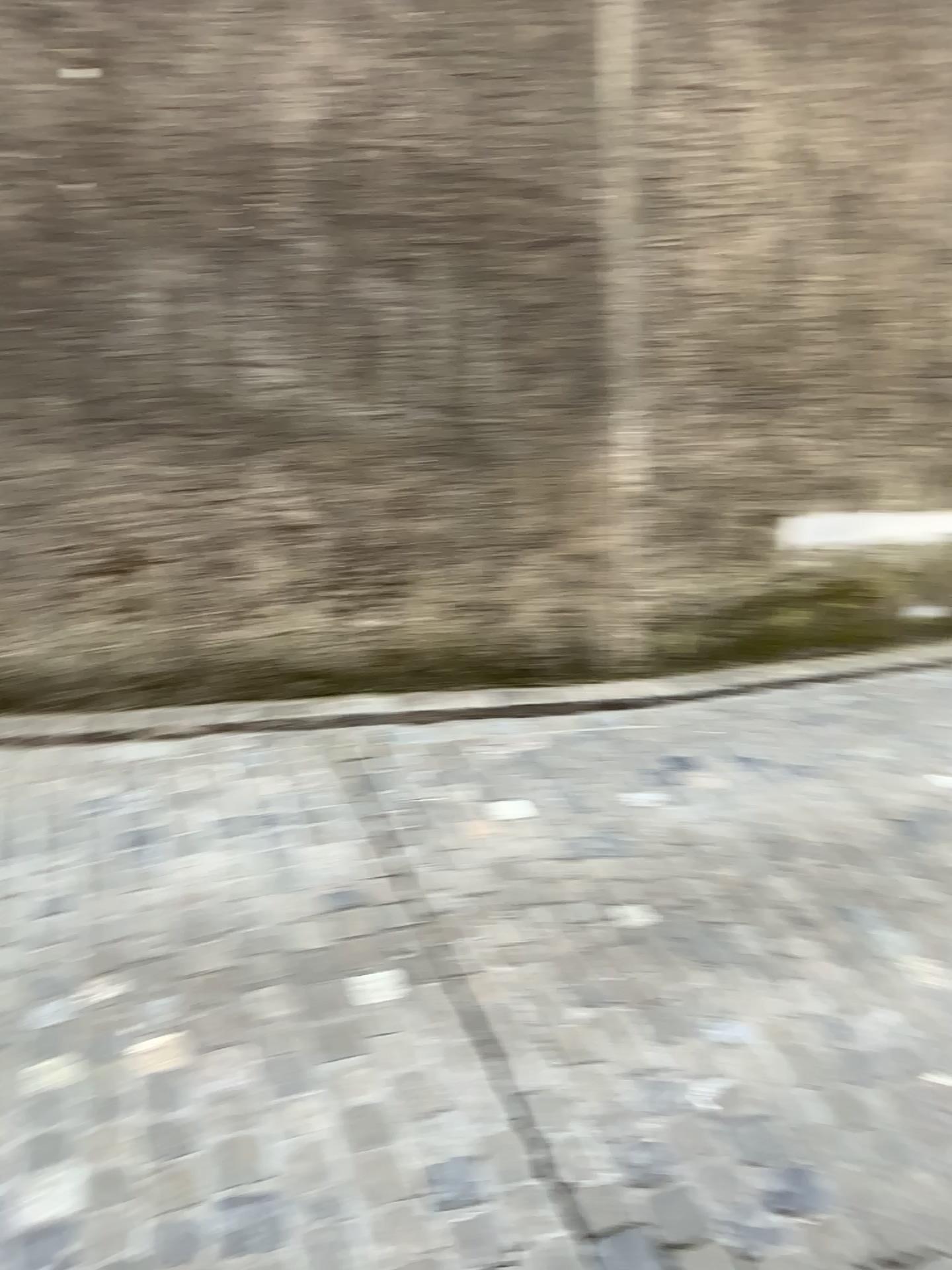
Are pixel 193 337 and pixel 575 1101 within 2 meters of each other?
no
